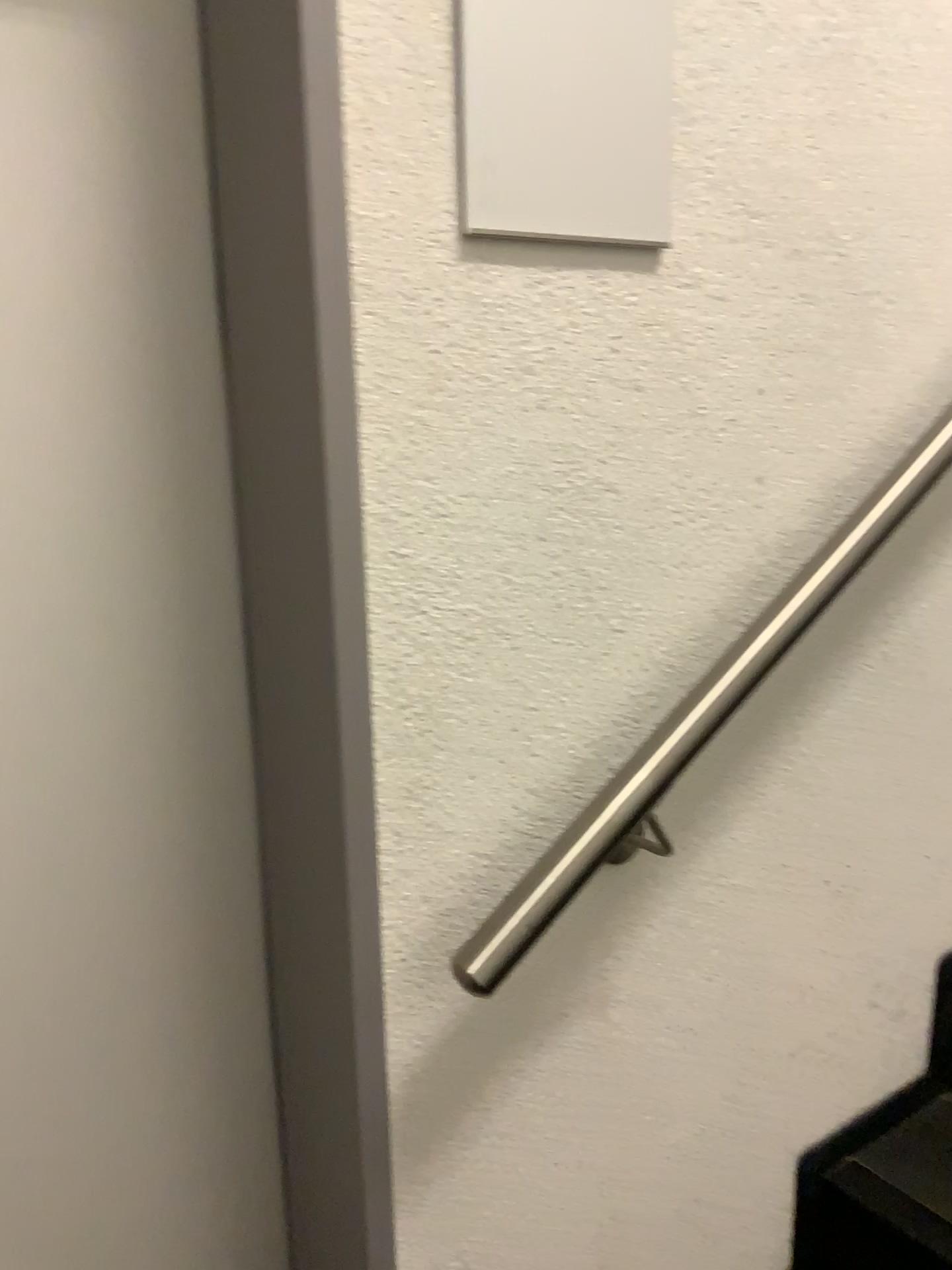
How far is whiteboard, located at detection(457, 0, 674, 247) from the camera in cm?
78

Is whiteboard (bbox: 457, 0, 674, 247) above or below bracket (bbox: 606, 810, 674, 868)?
above

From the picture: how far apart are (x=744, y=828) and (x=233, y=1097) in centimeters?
57cm

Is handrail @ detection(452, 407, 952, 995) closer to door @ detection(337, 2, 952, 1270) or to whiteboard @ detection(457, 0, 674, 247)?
door @ detection(337, 2, 952, 1270)

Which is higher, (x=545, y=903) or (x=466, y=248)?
(x=466, y=248)

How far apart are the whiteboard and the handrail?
0.34m

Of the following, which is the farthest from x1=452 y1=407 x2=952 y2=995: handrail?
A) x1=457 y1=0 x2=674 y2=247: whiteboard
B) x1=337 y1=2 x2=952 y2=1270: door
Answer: x1=457 y1=0 x2=674 y2=247: whiteboard

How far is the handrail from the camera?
0.8m

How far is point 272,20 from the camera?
0.7m

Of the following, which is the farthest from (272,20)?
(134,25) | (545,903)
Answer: (545,903)
